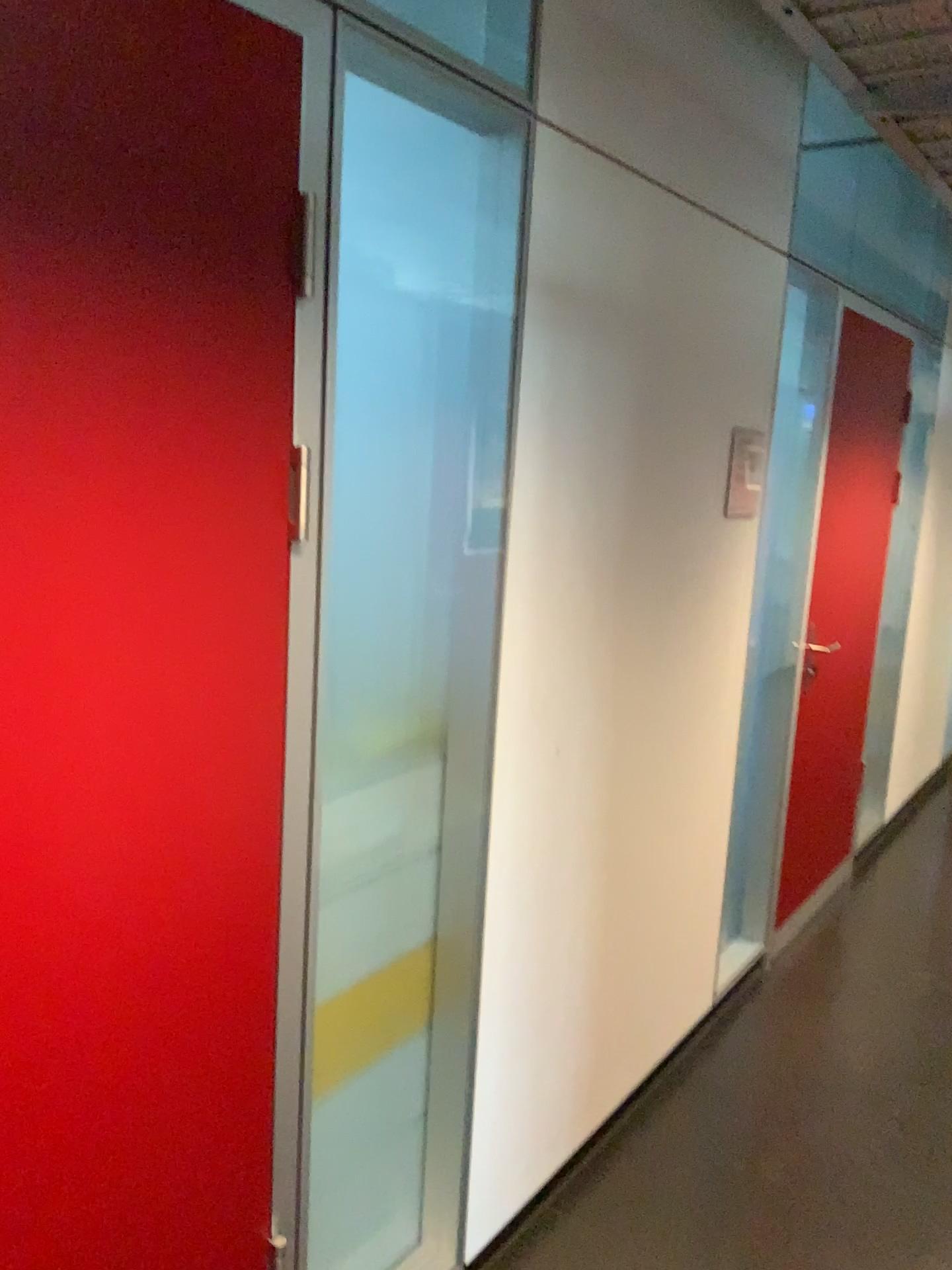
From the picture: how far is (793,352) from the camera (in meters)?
3.06

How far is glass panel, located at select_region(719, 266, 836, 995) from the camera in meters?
3.1 m

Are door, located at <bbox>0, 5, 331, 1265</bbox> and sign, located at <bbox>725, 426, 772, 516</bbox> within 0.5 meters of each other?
no

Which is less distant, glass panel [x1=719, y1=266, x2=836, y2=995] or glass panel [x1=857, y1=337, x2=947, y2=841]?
glass panel [x1=719, y1=266, x2=836, y2=995]

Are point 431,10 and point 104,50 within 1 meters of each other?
yes

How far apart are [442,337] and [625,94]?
0.6 meters

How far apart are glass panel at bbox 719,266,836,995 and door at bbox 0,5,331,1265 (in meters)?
1.87

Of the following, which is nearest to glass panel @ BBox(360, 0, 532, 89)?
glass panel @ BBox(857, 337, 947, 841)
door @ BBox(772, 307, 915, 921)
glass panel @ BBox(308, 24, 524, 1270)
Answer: glass panel @ BBox(308, 24, 524, 1270)

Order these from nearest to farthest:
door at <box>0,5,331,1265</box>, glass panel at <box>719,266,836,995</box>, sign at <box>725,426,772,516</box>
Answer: door at <box>0,5,331,1265</box> → sign at <box>725,426,772,516</box> → glass panel at <box>719,266,836,995</box>

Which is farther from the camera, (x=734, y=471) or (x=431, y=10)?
(x=734, y=471)
